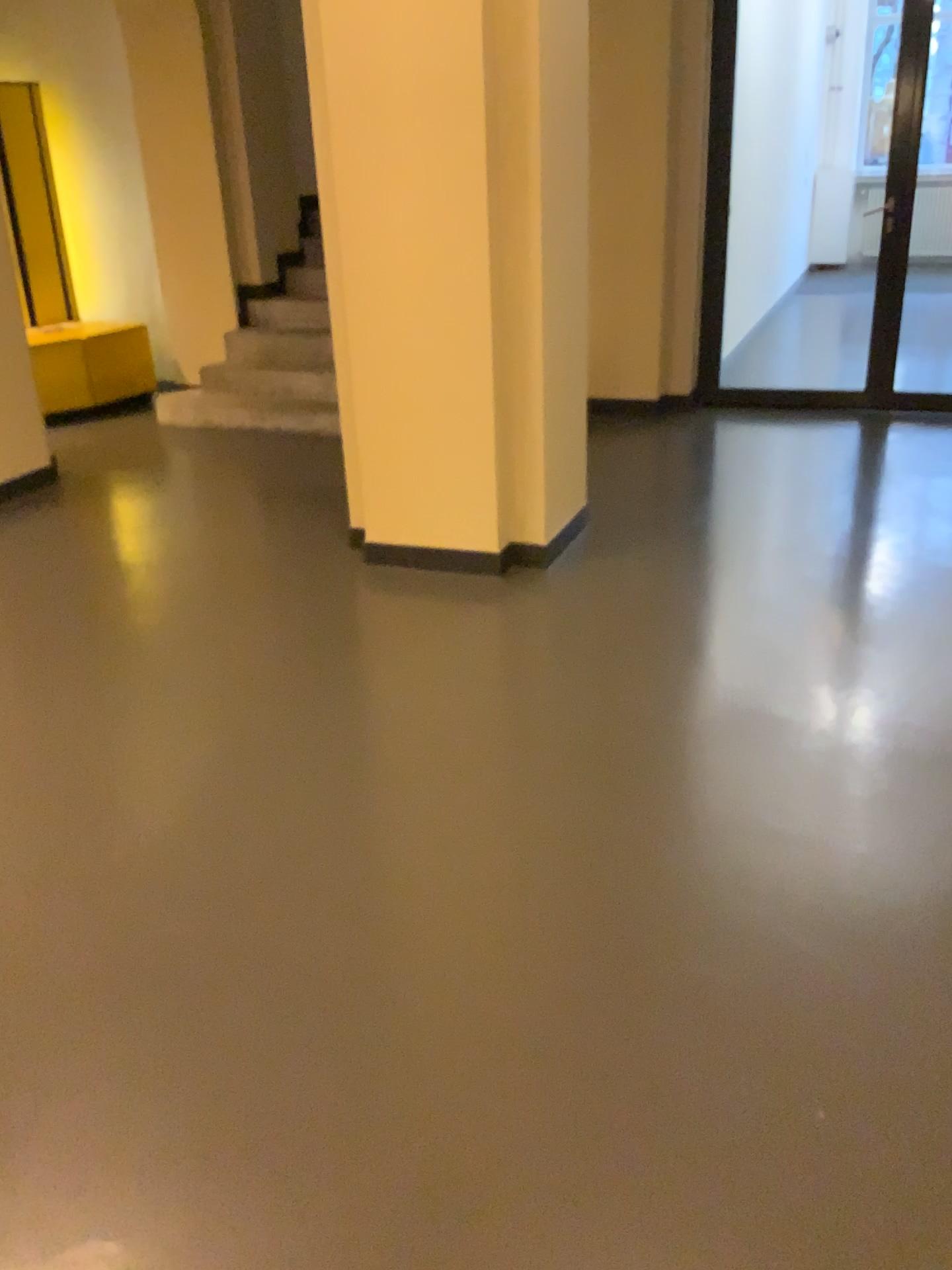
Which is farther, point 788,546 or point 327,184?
point 788,546
